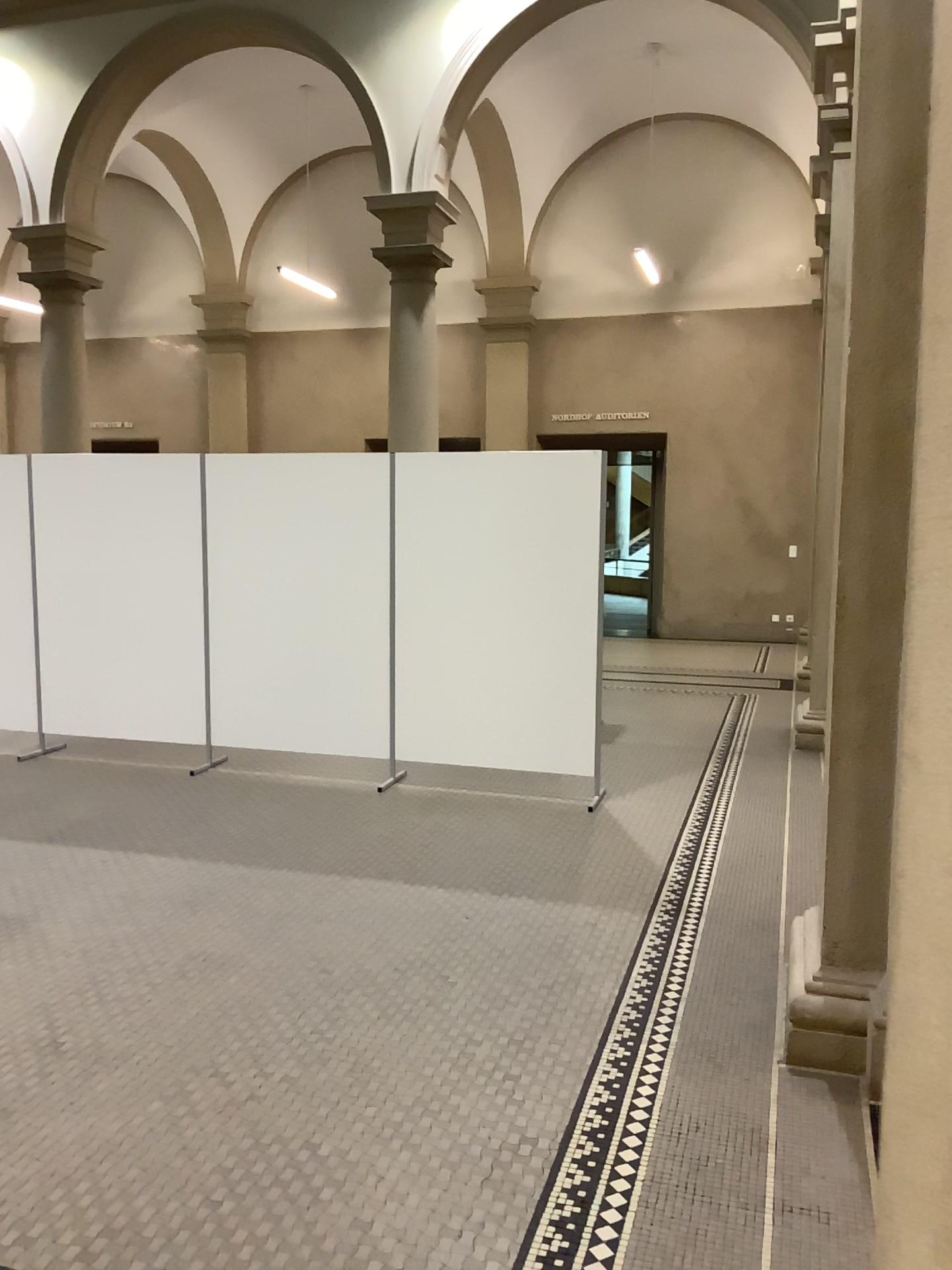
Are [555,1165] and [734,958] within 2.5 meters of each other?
yes
